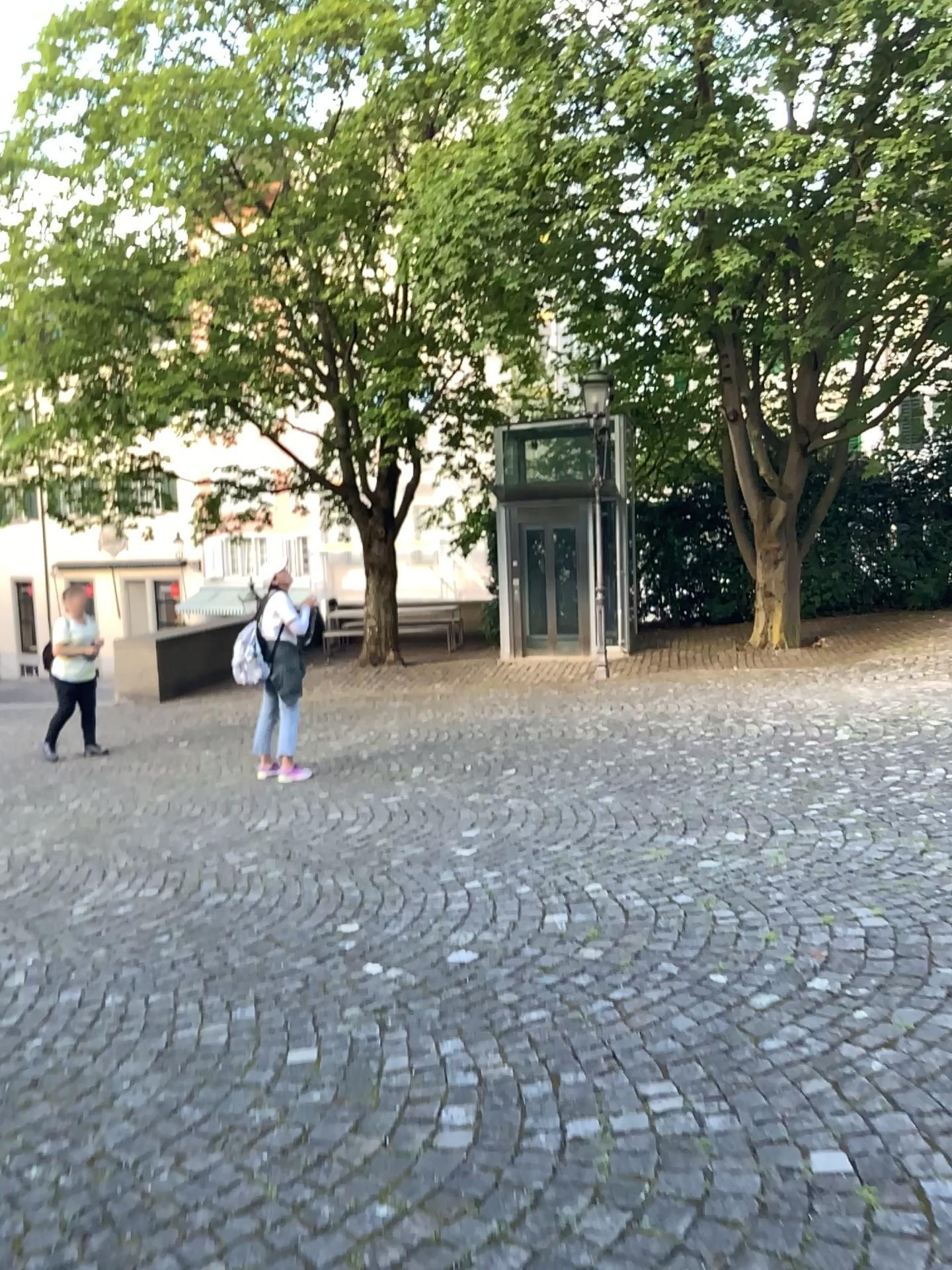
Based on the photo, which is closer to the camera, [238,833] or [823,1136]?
[823,1136]
